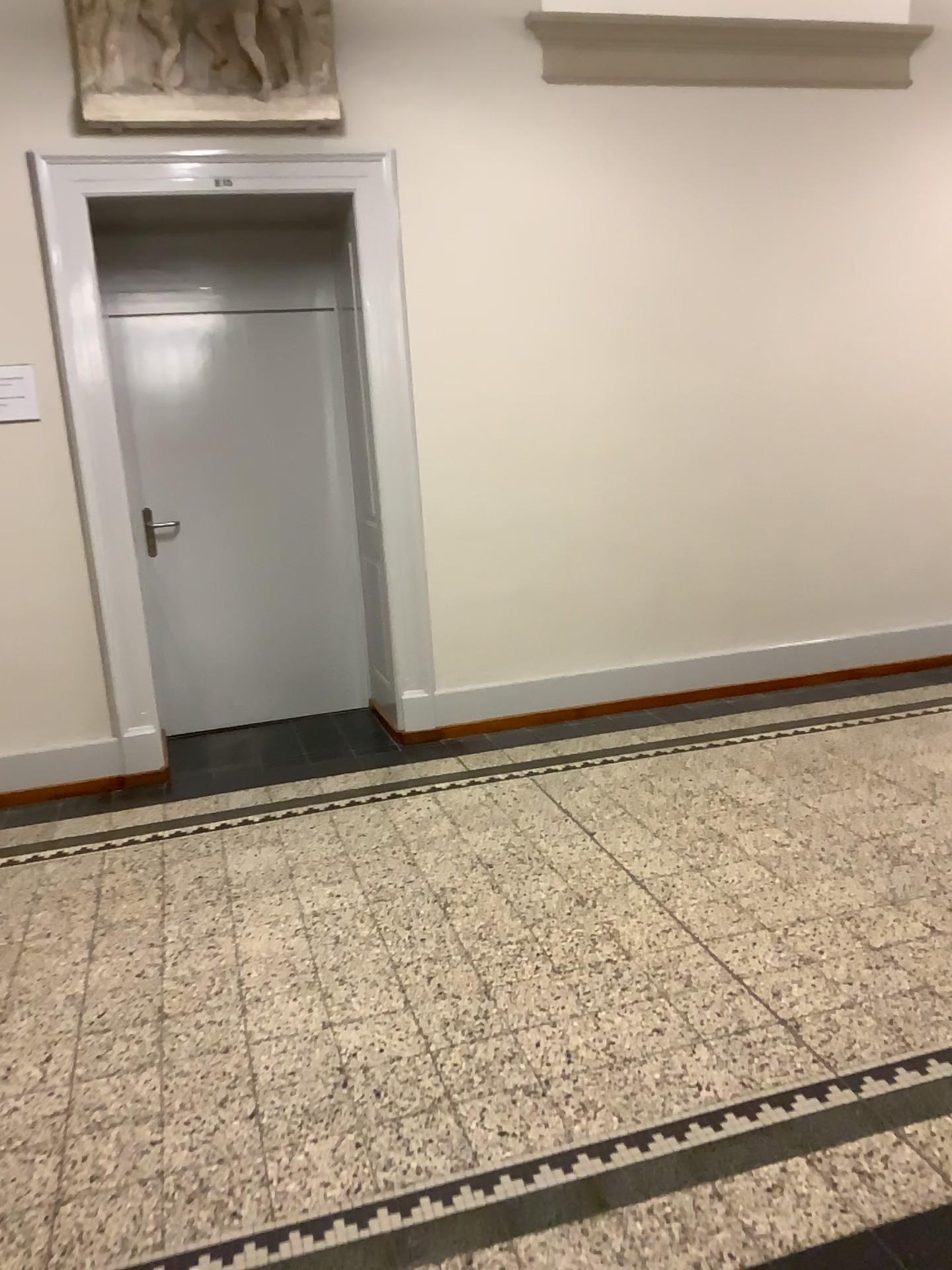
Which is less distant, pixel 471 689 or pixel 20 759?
pixel 20 759

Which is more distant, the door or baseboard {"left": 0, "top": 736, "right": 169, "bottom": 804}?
the door

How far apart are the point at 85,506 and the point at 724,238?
3.05m

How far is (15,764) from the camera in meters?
4.3

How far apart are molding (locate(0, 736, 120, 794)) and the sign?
1.3 meters

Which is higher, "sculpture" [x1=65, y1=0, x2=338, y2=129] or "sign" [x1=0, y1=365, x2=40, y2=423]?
"sculpture" [x1=65, y1=0, x2=338, y2=129]

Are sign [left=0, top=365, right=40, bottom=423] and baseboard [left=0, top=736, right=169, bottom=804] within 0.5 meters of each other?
no

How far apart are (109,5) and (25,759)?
2.9m

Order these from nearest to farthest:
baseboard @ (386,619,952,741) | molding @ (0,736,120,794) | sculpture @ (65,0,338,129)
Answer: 1. sculpture @ (65,0,338,129)
2. molding @ (0,736,120,794)
3. baseboard @ (386,619,952,741)

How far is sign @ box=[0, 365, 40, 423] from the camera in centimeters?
406cm
